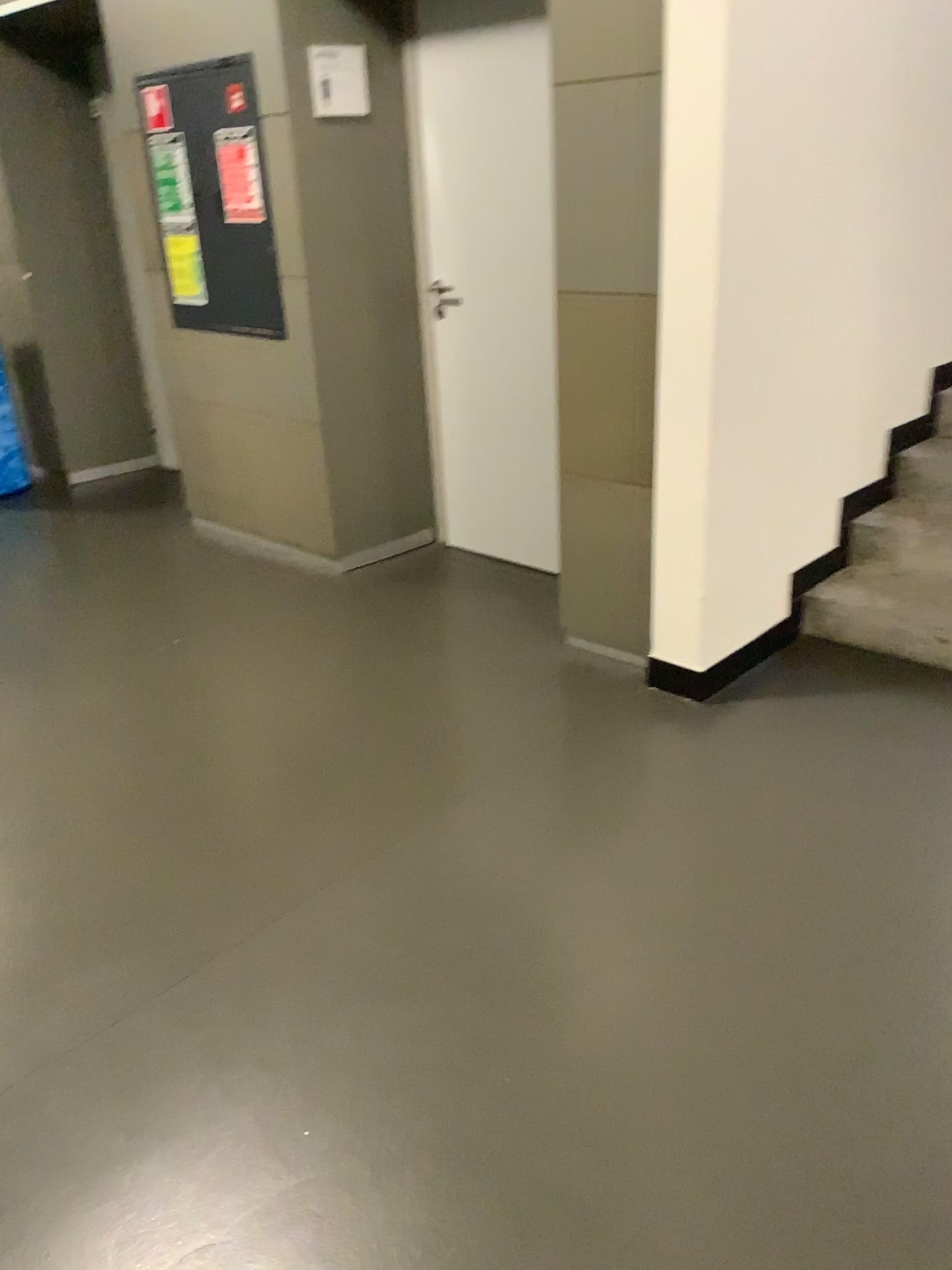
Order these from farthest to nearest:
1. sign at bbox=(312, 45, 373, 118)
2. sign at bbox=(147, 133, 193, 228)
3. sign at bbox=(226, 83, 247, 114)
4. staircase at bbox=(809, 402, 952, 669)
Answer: sign at bbox=(147, 133, 193, 228)
sign at bbox=(226, 83, 247, 114)
sign at bbox=(312, 45, 373, 118)
staircase at bbox=(809, 402, 952, 669)

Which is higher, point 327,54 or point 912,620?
point 327,54

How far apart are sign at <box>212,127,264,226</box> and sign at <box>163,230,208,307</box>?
0.3 meters

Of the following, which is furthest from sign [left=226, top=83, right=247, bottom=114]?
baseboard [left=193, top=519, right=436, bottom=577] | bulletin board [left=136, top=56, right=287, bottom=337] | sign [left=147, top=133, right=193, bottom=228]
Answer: baseboard [left=193, top=519, right=436, bottom=577]

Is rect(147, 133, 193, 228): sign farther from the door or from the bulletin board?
the door

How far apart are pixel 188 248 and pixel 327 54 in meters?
1.1 m

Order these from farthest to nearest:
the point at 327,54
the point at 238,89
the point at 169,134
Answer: the point at 169,134 → the point at 238,89 → the point at 327,54

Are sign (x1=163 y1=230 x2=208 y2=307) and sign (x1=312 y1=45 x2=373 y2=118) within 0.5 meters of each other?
no

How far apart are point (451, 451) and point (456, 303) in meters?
0.6 m

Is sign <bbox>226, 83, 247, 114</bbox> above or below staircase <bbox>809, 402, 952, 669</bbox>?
above
